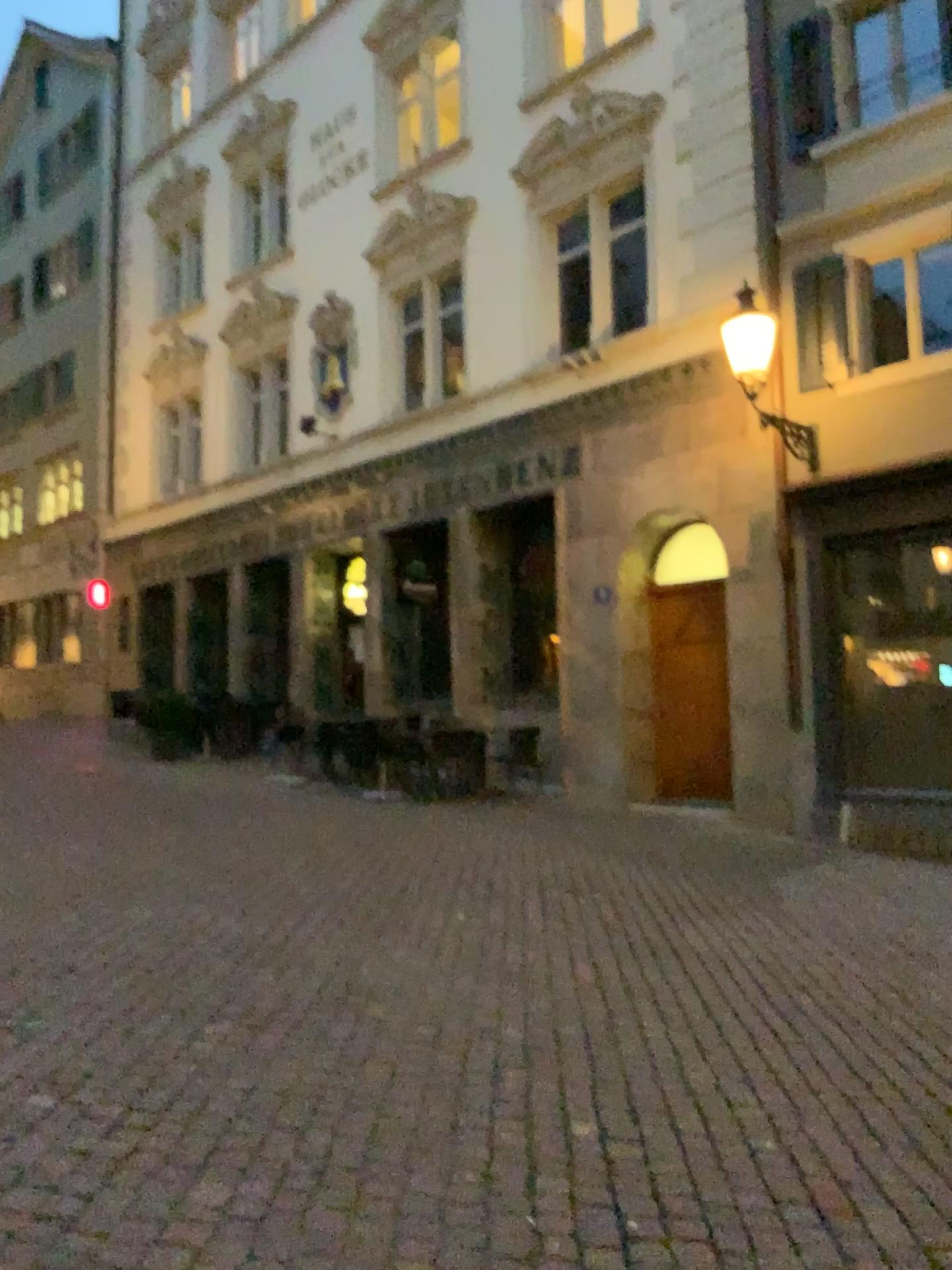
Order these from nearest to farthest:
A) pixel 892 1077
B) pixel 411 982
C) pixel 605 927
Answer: pixel 892 1077
pixel 411 982
pixel 605 927
